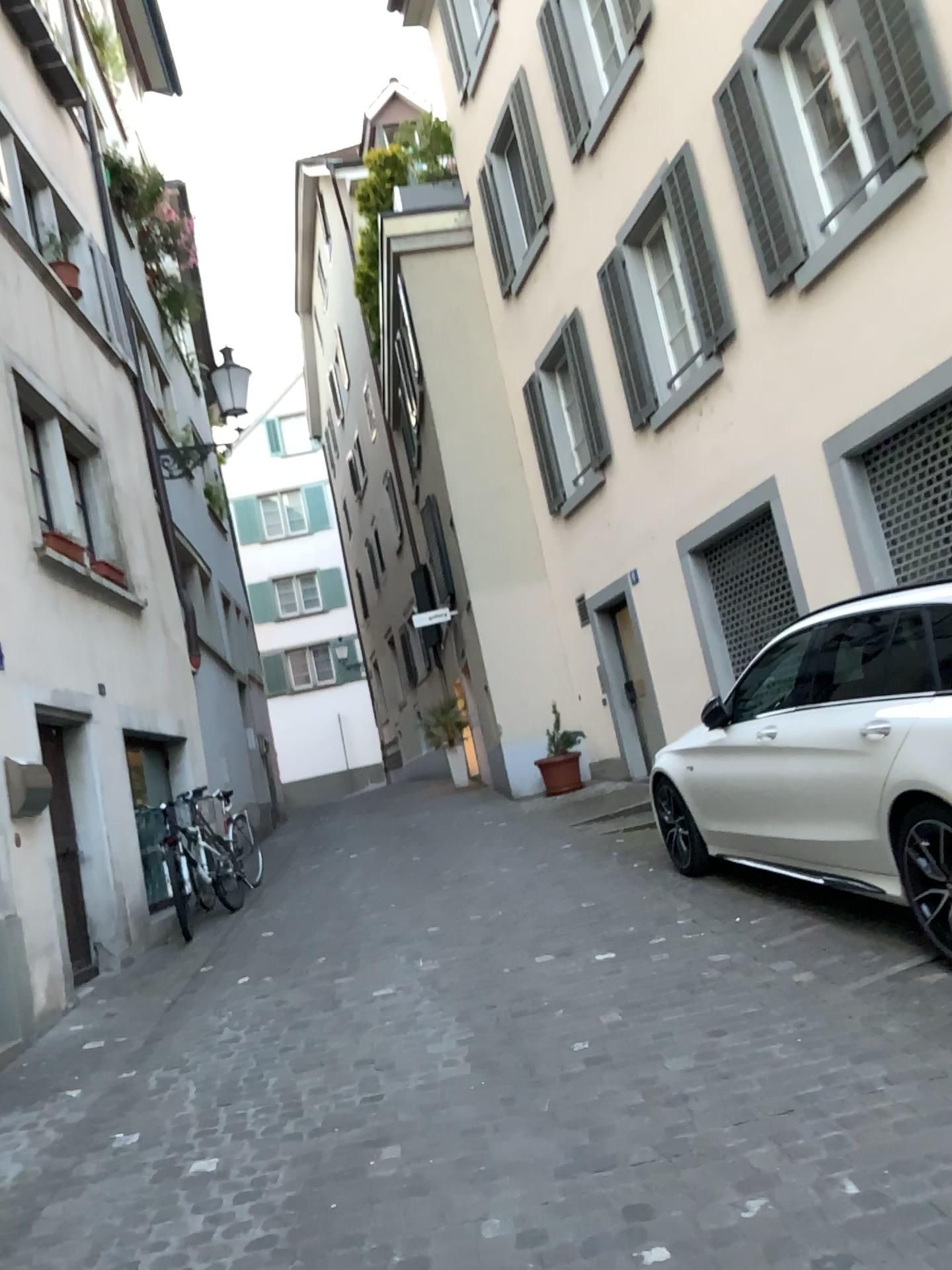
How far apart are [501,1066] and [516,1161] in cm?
76
